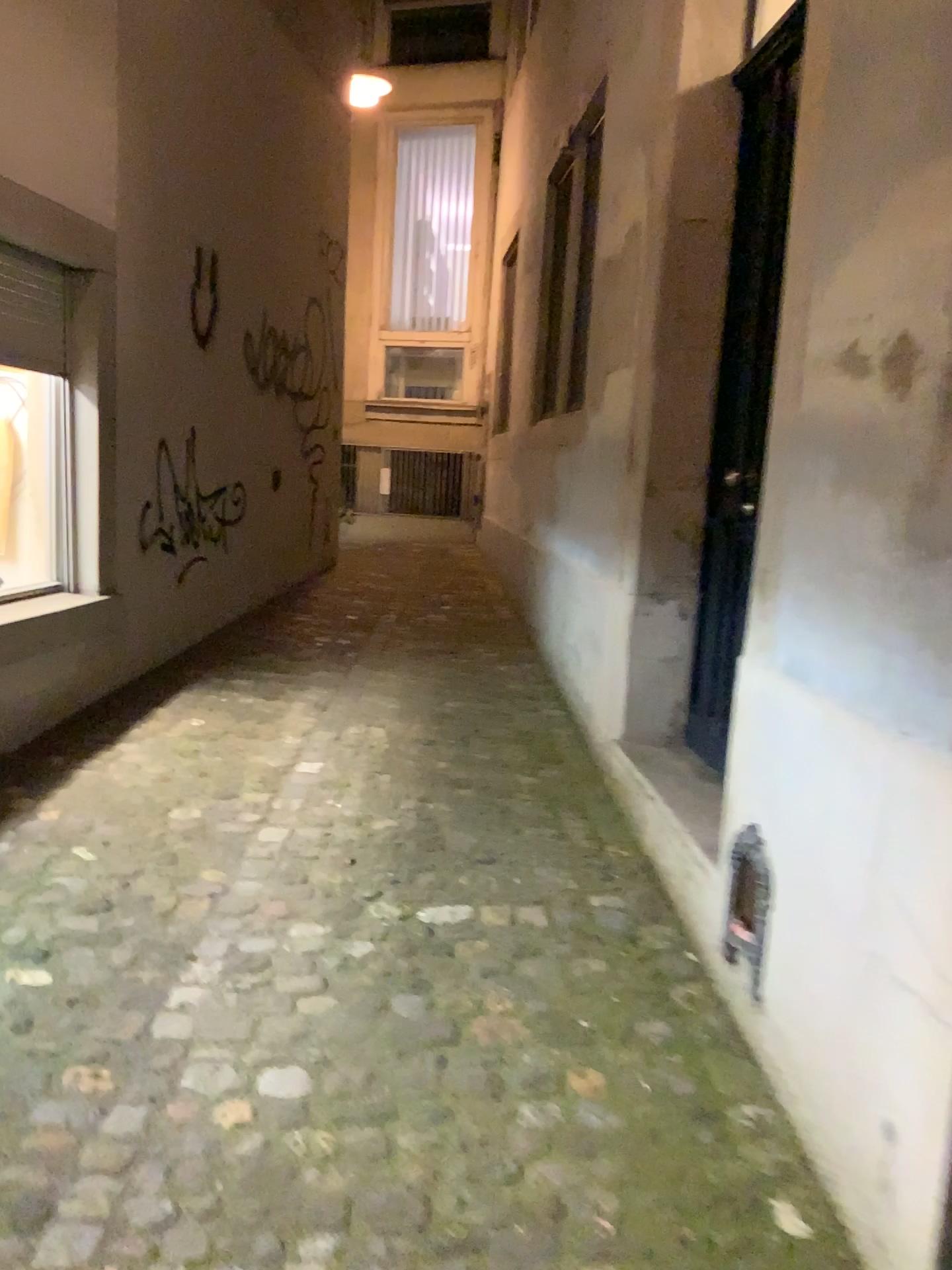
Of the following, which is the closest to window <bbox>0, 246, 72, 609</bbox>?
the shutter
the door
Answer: the shutter

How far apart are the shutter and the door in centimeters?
218cm

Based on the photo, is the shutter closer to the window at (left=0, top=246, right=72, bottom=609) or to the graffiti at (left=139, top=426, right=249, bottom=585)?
the window at (left=0, top=246, right=72, bottom=609)

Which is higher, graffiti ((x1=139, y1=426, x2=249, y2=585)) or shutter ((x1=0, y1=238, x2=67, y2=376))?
shutter ((x1=0, y1=238, x2=67, y2=376))

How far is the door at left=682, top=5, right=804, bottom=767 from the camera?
3.06m

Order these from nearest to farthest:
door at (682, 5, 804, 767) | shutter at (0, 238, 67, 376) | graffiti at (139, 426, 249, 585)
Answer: door at (682, 5, 804, 767) → shutter at (0, 238, 67, 376) → graffiti at (139, 426, 249, 585)

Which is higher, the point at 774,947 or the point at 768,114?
the point at 768,114

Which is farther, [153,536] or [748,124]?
[153,536]

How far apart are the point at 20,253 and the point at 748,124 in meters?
2.3 m

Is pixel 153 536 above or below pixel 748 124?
below
